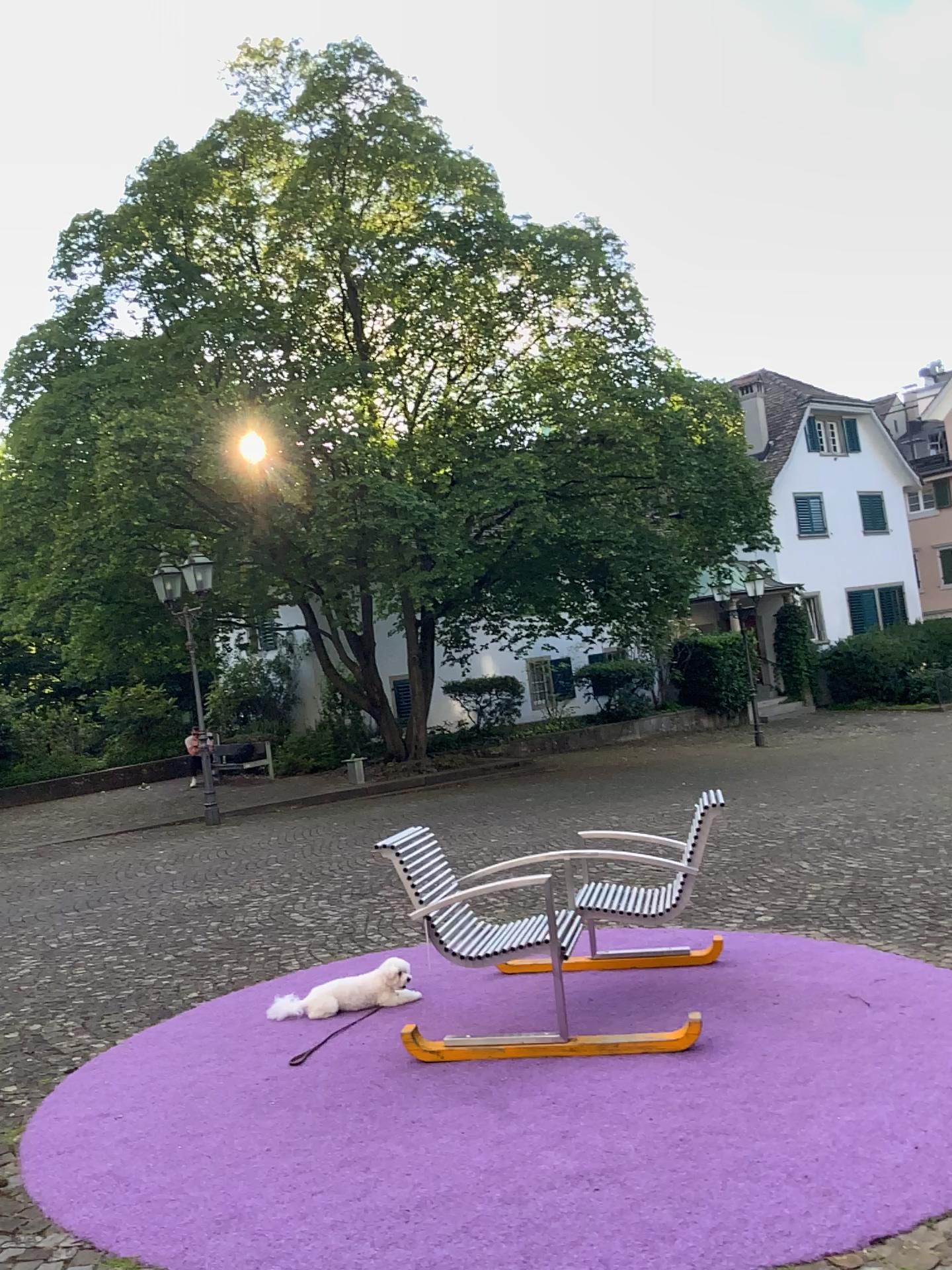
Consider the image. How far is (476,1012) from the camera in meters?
4.5
